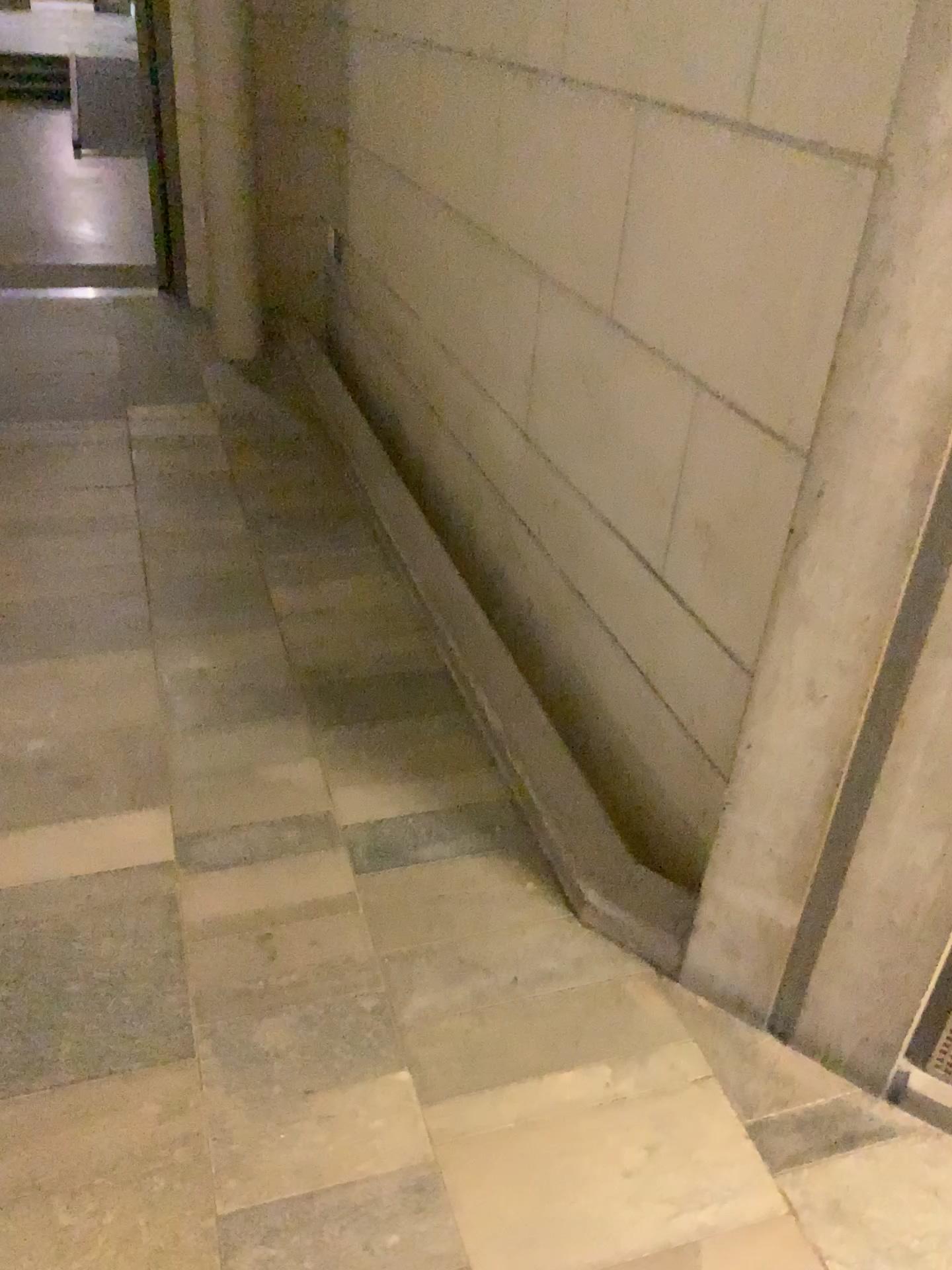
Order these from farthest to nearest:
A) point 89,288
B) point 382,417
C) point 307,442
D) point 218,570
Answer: point 89,288 < point 382,417 < point 307,442 < point 218,570
